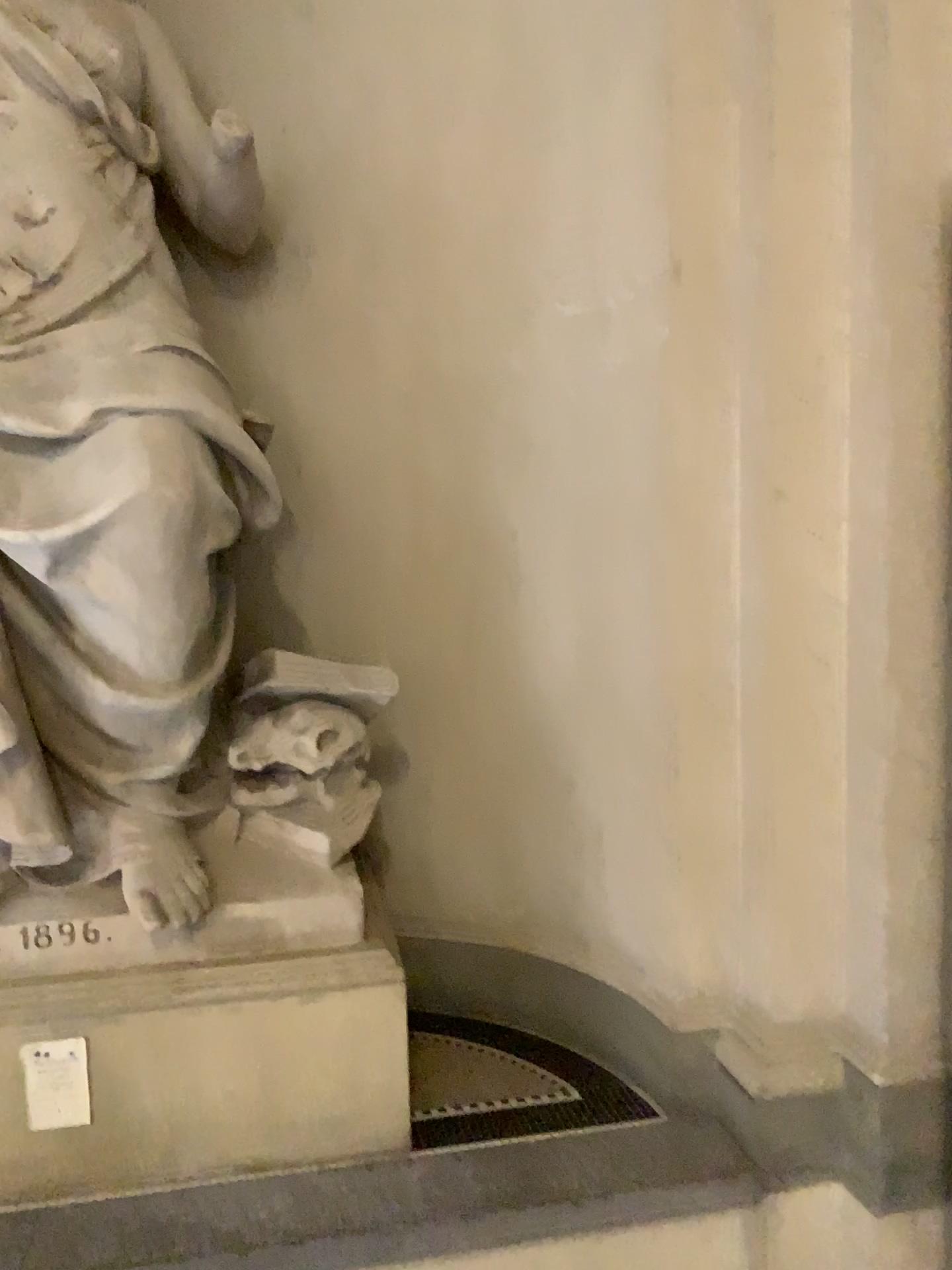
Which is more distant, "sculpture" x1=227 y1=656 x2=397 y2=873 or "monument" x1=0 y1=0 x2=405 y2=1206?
"sculpture" x1=227 y1=656 x2=397 y2=873

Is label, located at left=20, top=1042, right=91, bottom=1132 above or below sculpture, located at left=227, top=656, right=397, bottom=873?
below

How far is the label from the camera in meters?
2.4

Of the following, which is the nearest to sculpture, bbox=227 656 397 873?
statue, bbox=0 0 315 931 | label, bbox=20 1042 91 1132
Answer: statue, bbox=0 0 315 931

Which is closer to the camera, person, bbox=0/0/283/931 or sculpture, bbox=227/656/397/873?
person, bbox=0/0/283/931

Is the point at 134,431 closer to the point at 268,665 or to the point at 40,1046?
the point at 268,665

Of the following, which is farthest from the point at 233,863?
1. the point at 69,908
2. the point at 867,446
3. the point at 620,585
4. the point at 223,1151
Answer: the point at 867,446

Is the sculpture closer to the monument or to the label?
the monument

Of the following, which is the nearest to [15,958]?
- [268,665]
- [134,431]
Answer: [268,665]

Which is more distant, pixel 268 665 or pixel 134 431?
pixel 268 665
